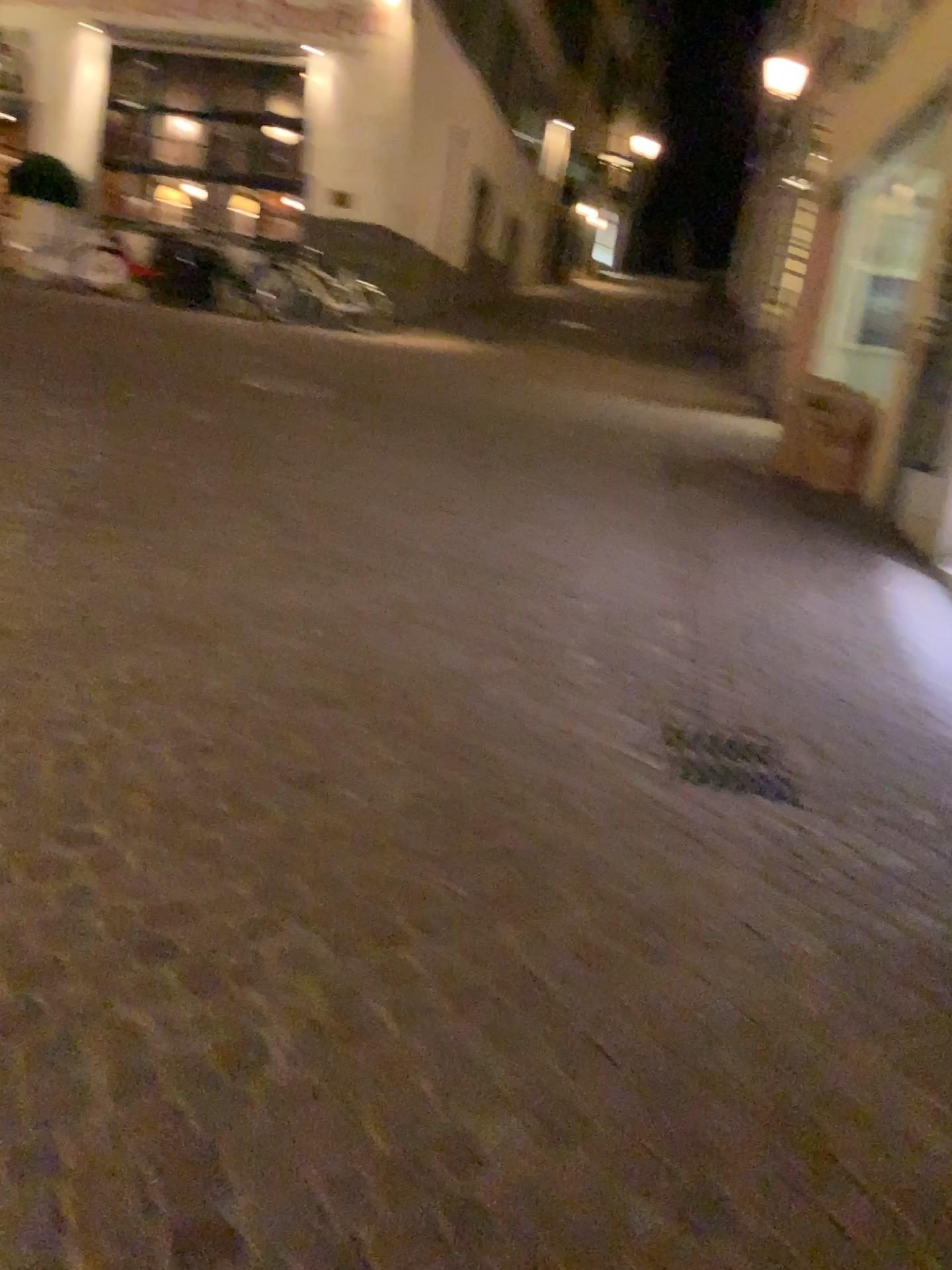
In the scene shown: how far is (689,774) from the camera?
3.1m

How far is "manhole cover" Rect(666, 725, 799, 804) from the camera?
3.14m

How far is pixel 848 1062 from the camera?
1.9m
